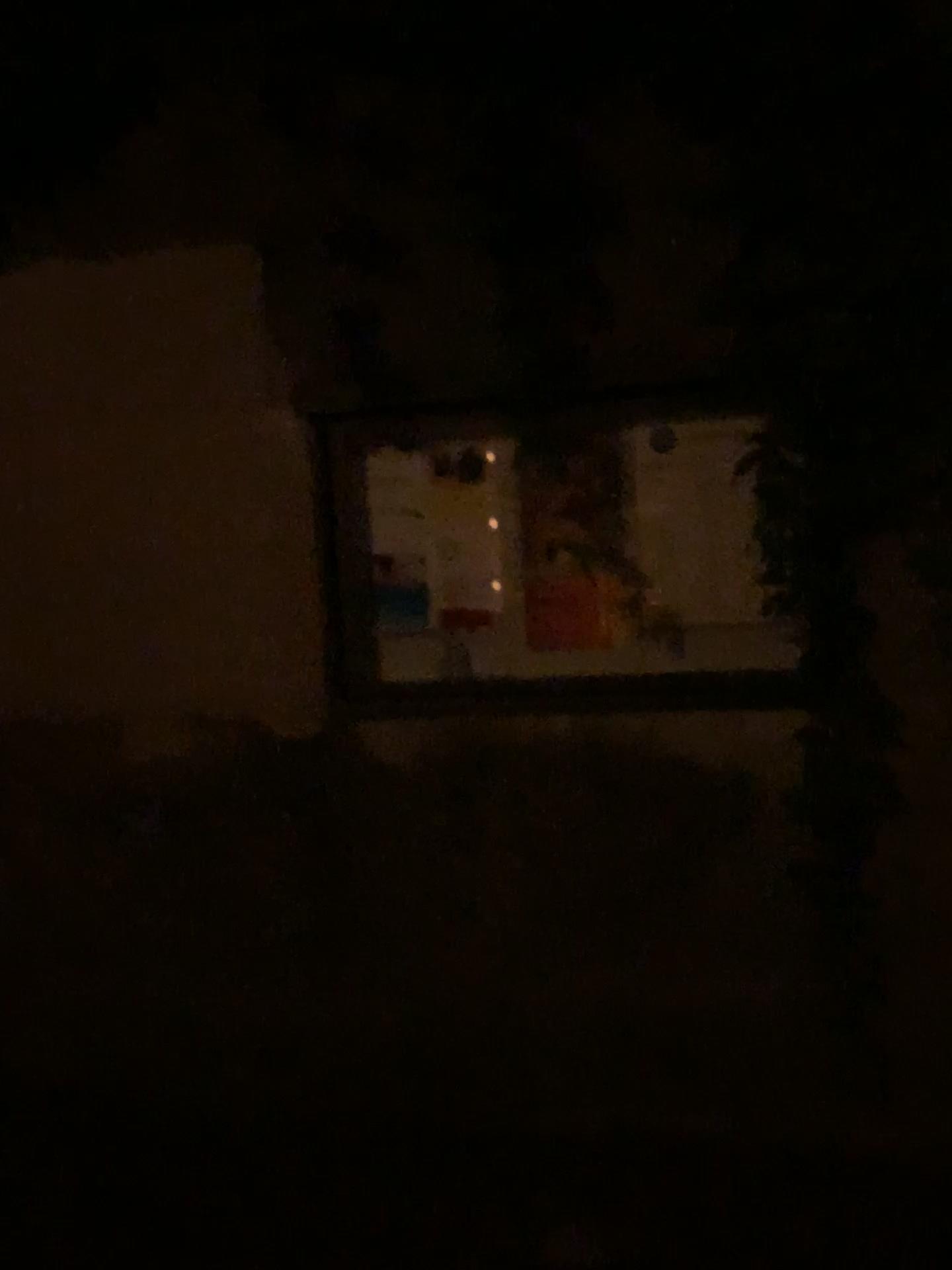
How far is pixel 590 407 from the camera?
2.1m

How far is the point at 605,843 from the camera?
2.12m

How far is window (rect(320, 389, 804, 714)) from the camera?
2.1m
